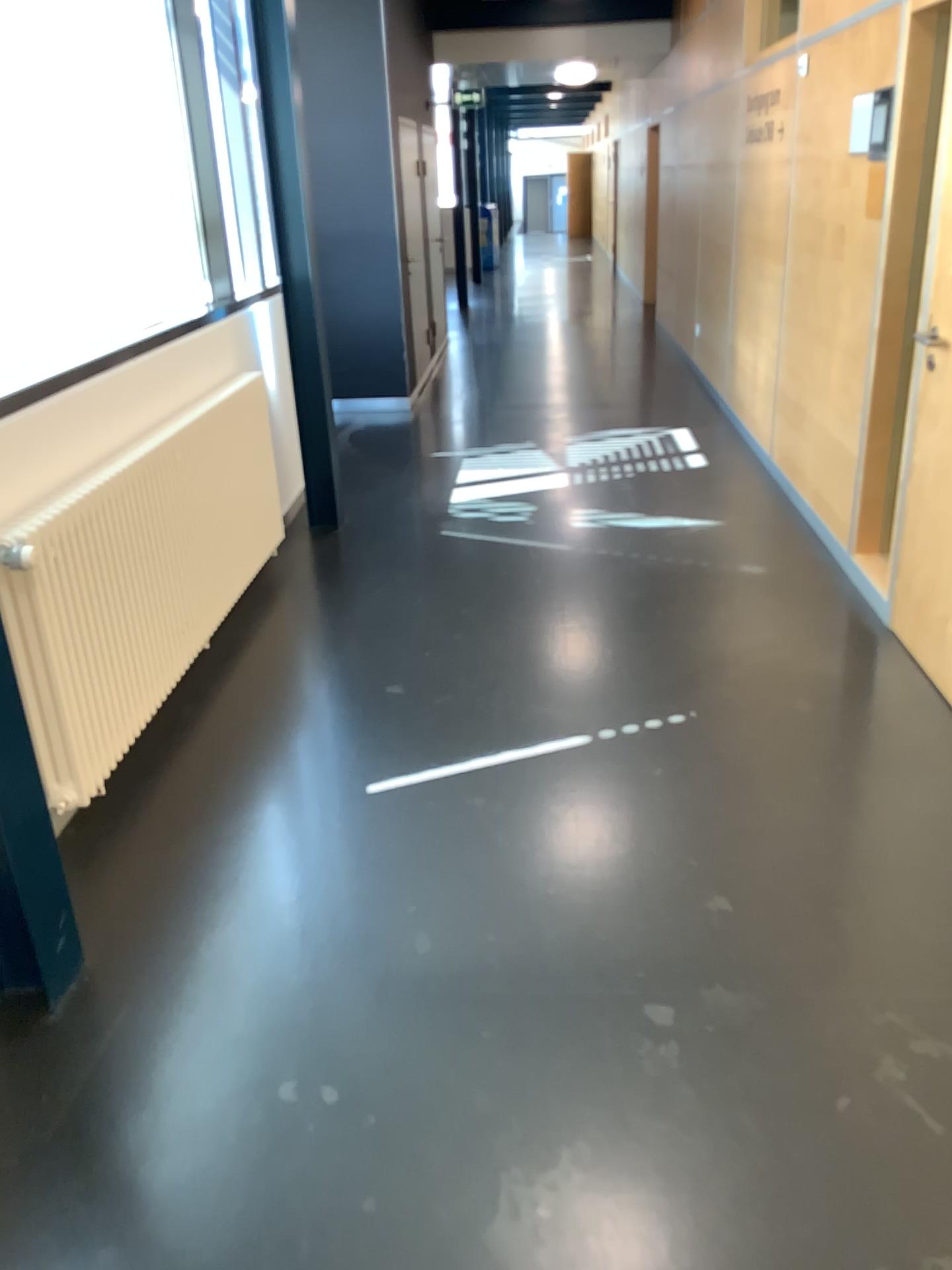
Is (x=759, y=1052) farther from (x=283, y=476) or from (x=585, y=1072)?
(x=283, y=476)
